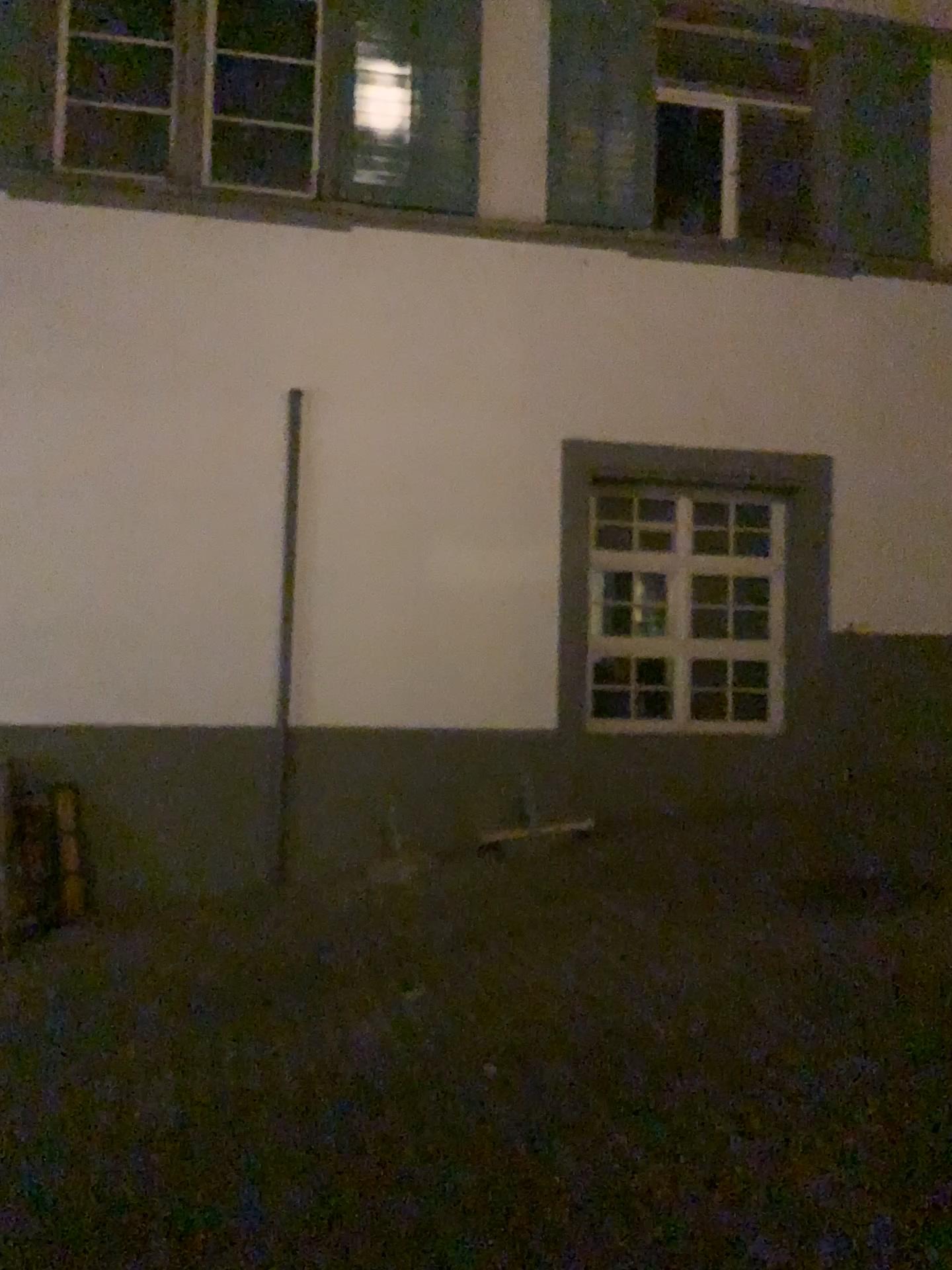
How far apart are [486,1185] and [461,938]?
2.0m
